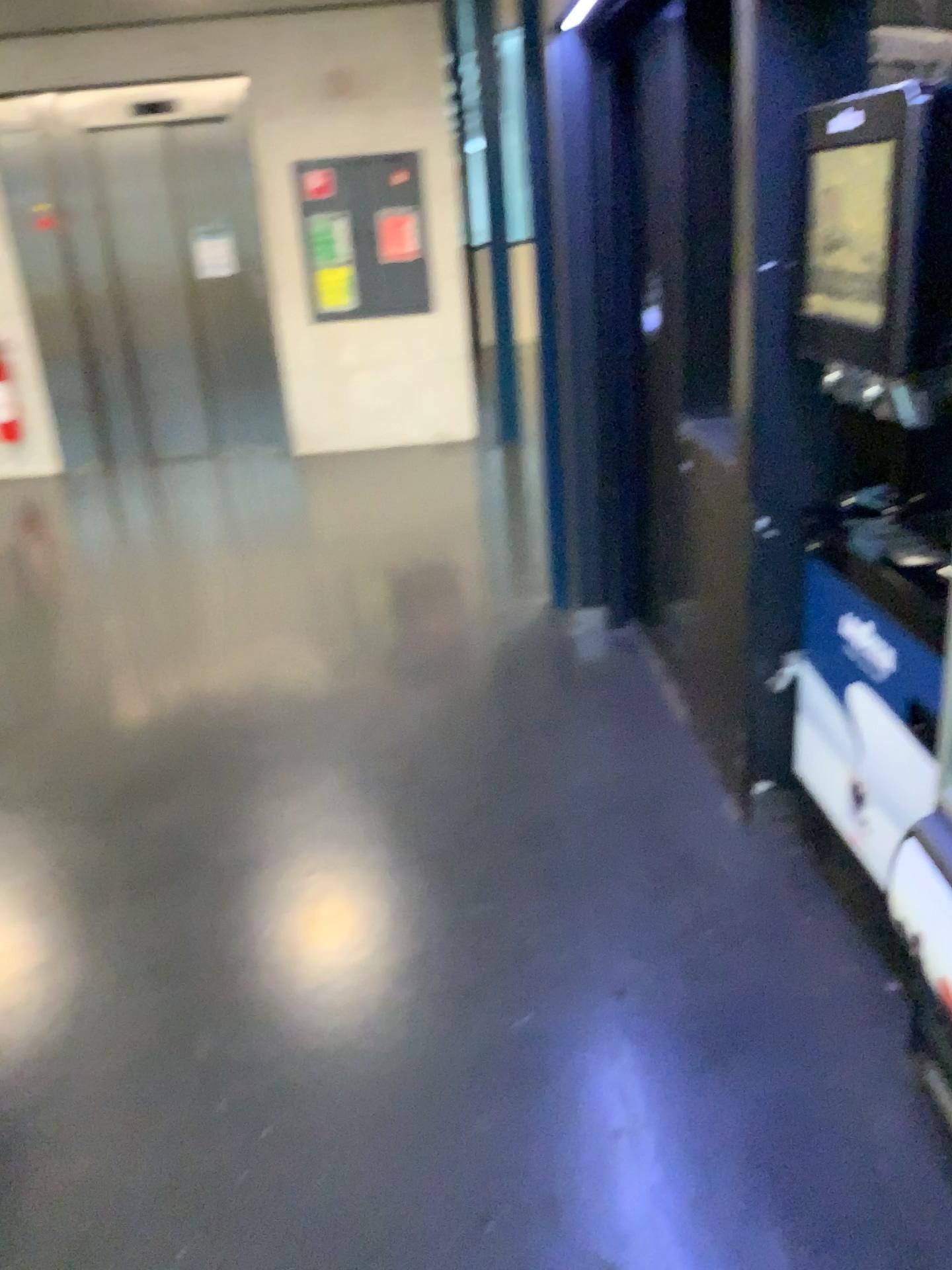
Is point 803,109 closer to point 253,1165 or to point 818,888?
point 818,888
